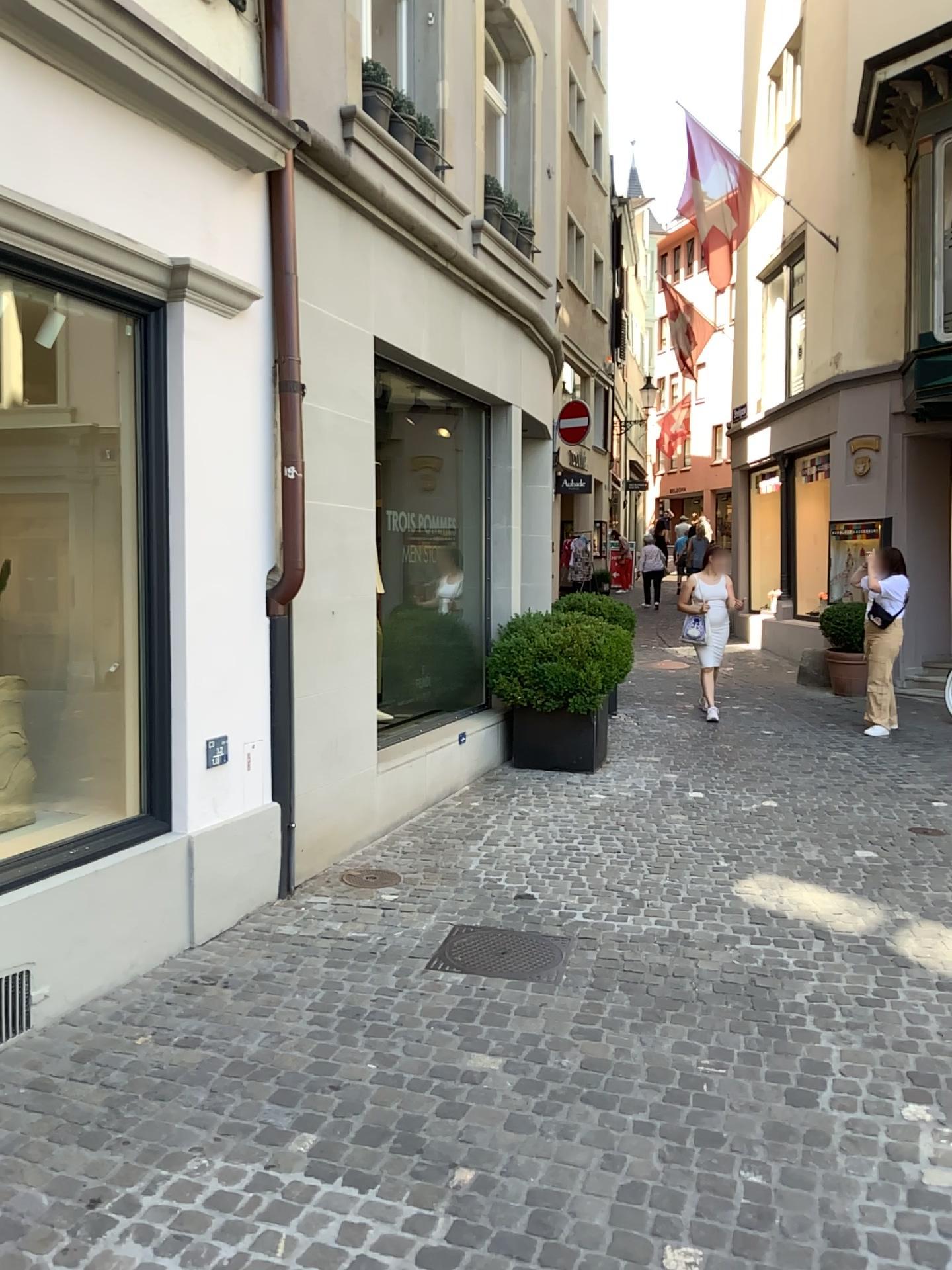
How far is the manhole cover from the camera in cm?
398

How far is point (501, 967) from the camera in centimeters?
398cm

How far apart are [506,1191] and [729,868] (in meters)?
2.85
